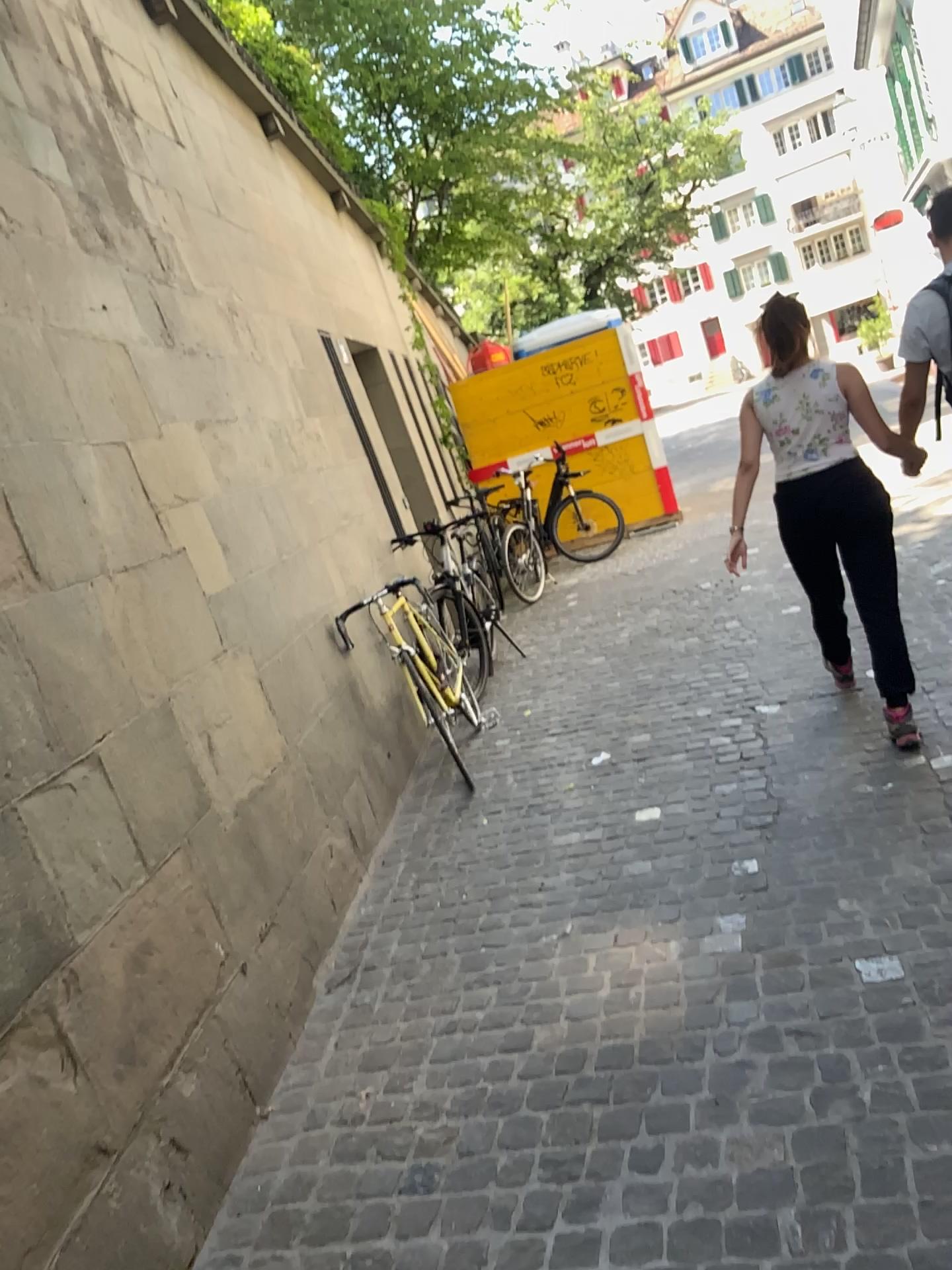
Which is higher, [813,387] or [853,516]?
[813,387]

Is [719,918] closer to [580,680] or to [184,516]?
[184,516]
